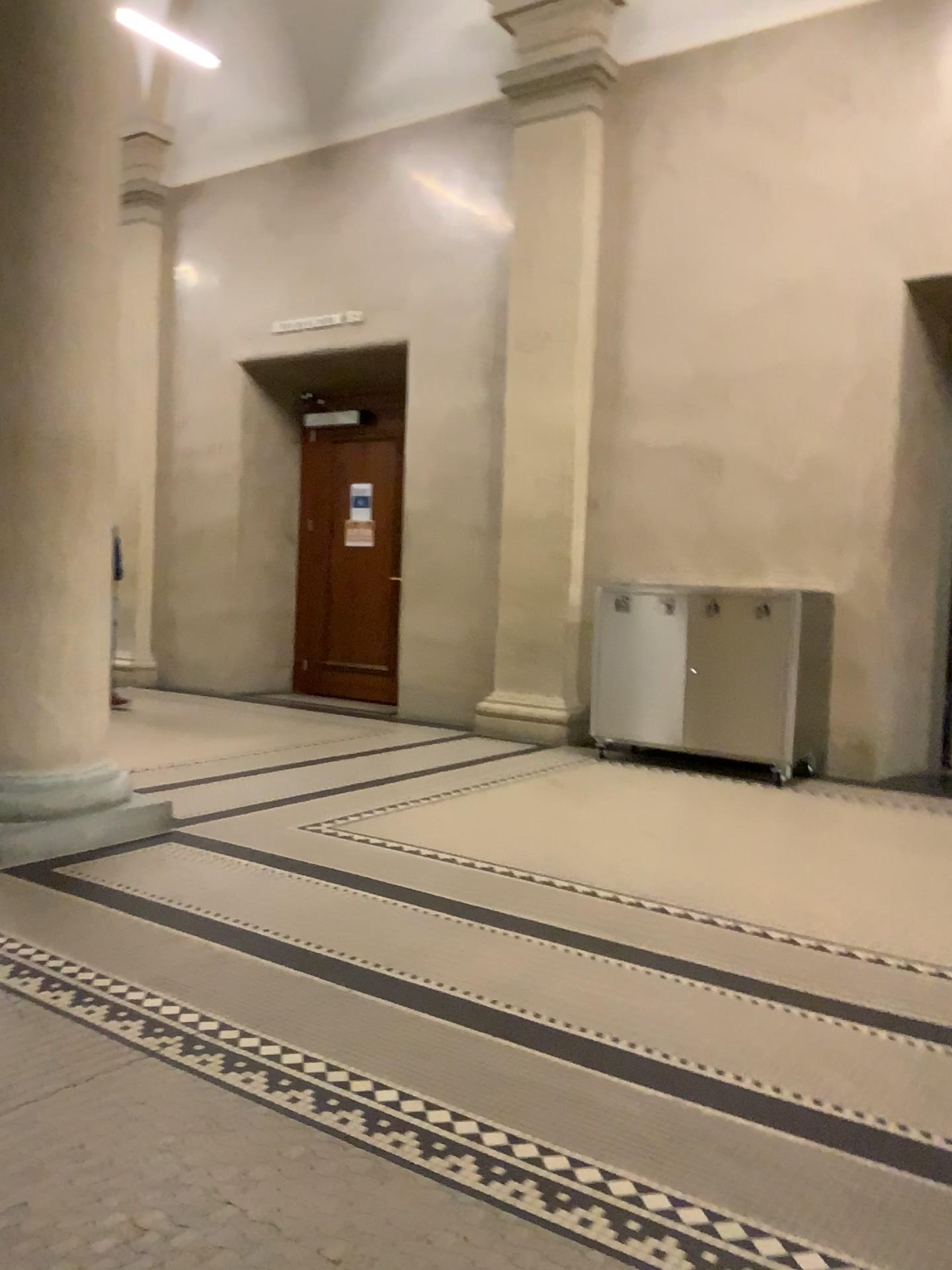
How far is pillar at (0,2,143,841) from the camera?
3.6 meters

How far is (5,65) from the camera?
3.57m

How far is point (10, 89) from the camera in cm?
357

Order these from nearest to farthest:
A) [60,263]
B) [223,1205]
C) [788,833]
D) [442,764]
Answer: [223,1205]
[60,263]
[788,833]
[442,764]

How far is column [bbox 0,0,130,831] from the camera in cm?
357
